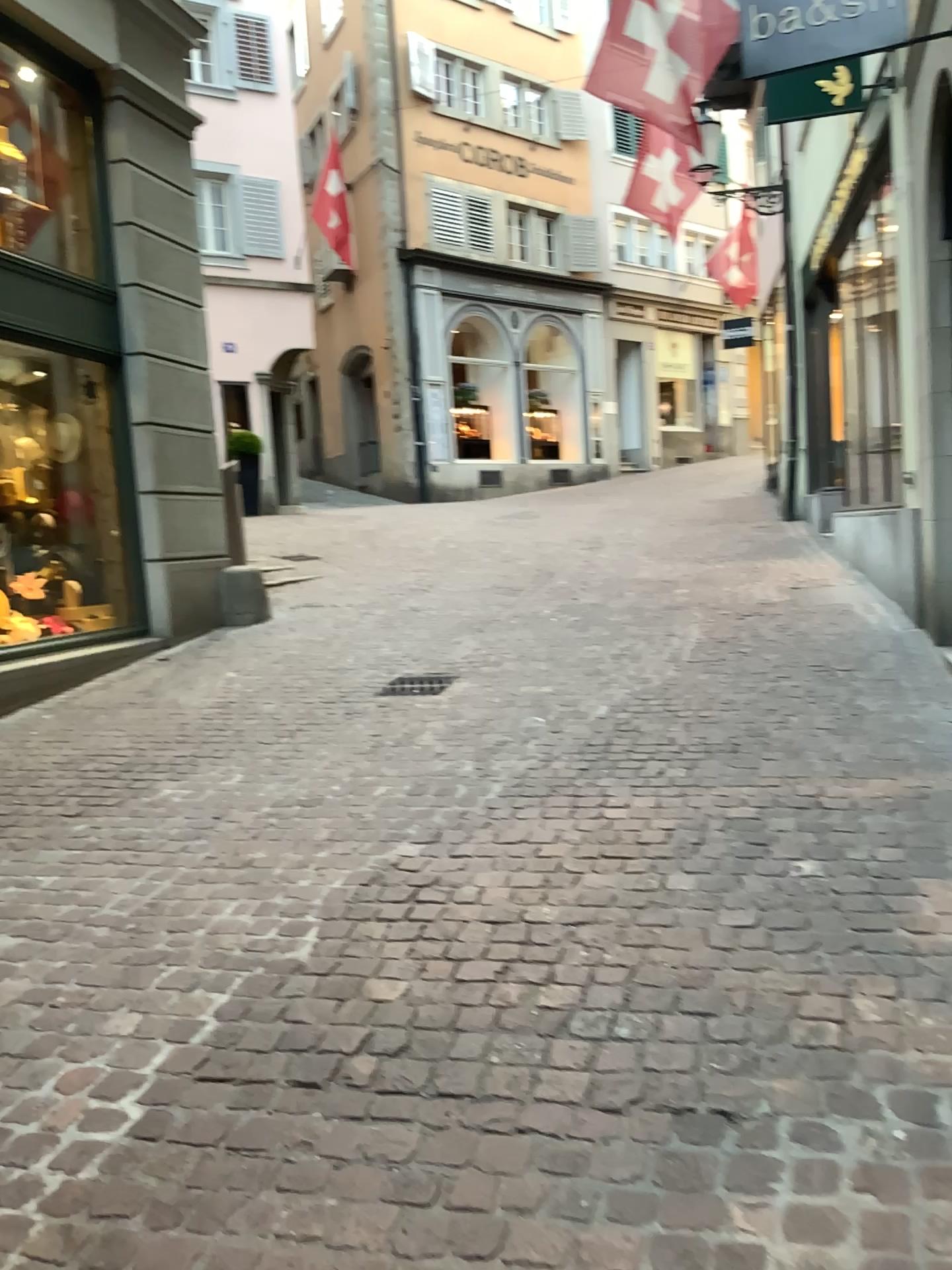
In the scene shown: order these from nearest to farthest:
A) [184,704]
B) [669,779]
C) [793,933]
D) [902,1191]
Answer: [902,1191], [793,933], [669,779], [184,704]
